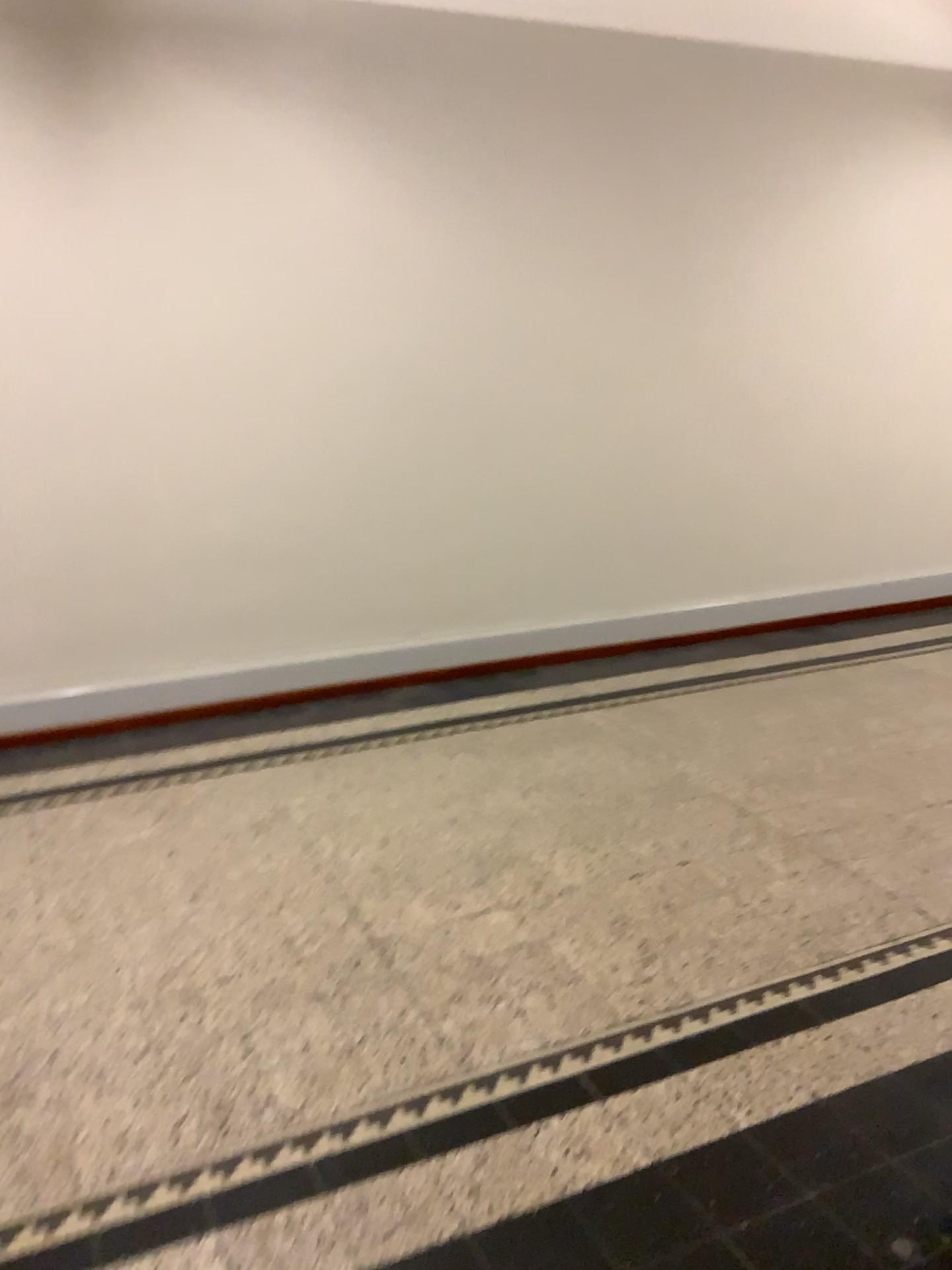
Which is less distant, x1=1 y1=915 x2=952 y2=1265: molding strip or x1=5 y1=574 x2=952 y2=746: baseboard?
x1=1 y1=915 x2=952 y2=1265: molding strip

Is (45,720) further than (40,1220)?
Yes

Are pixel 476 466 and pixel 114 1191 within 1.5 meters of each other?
no
